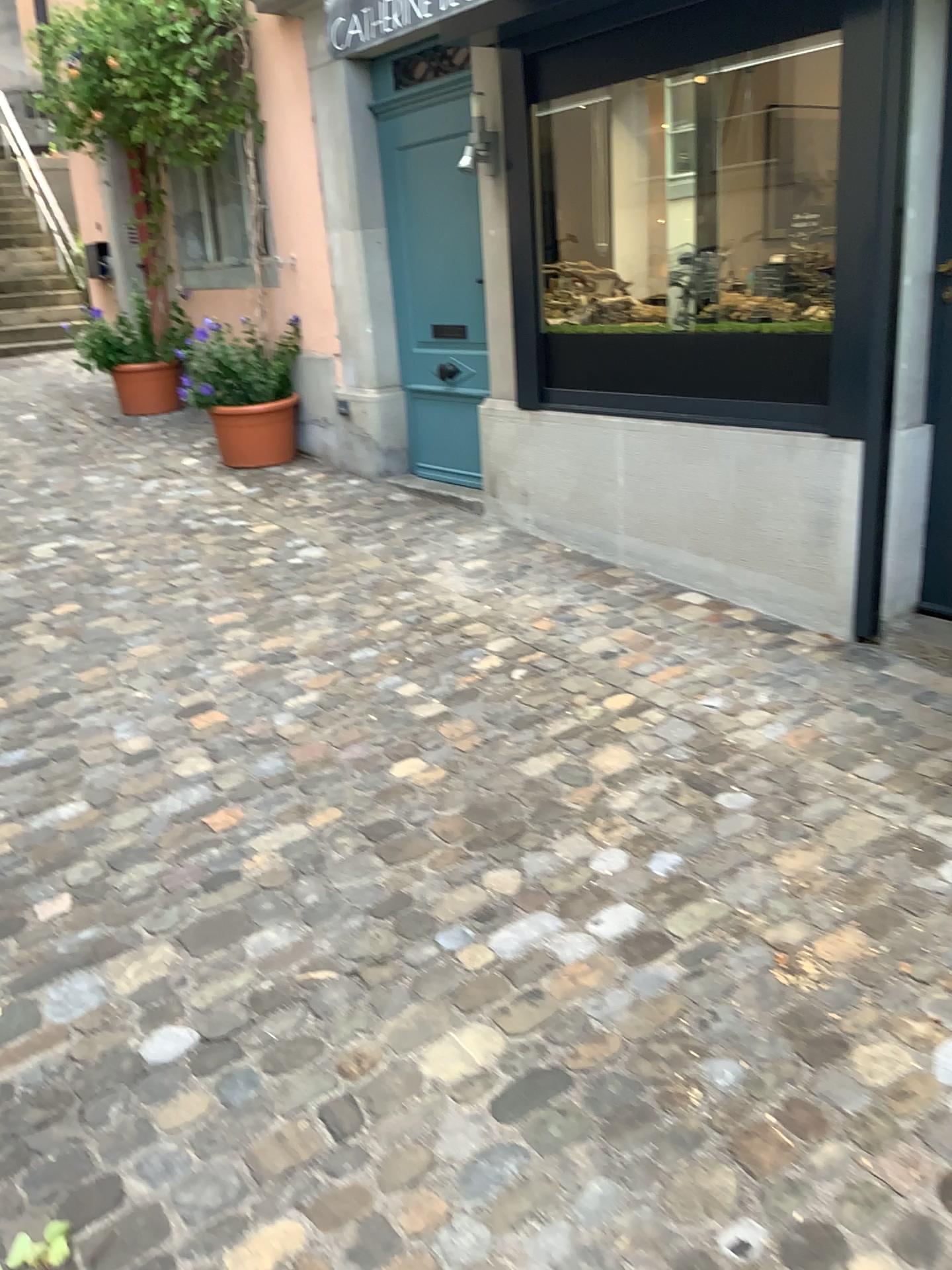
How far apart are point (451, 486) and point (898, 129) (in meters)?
2.81
